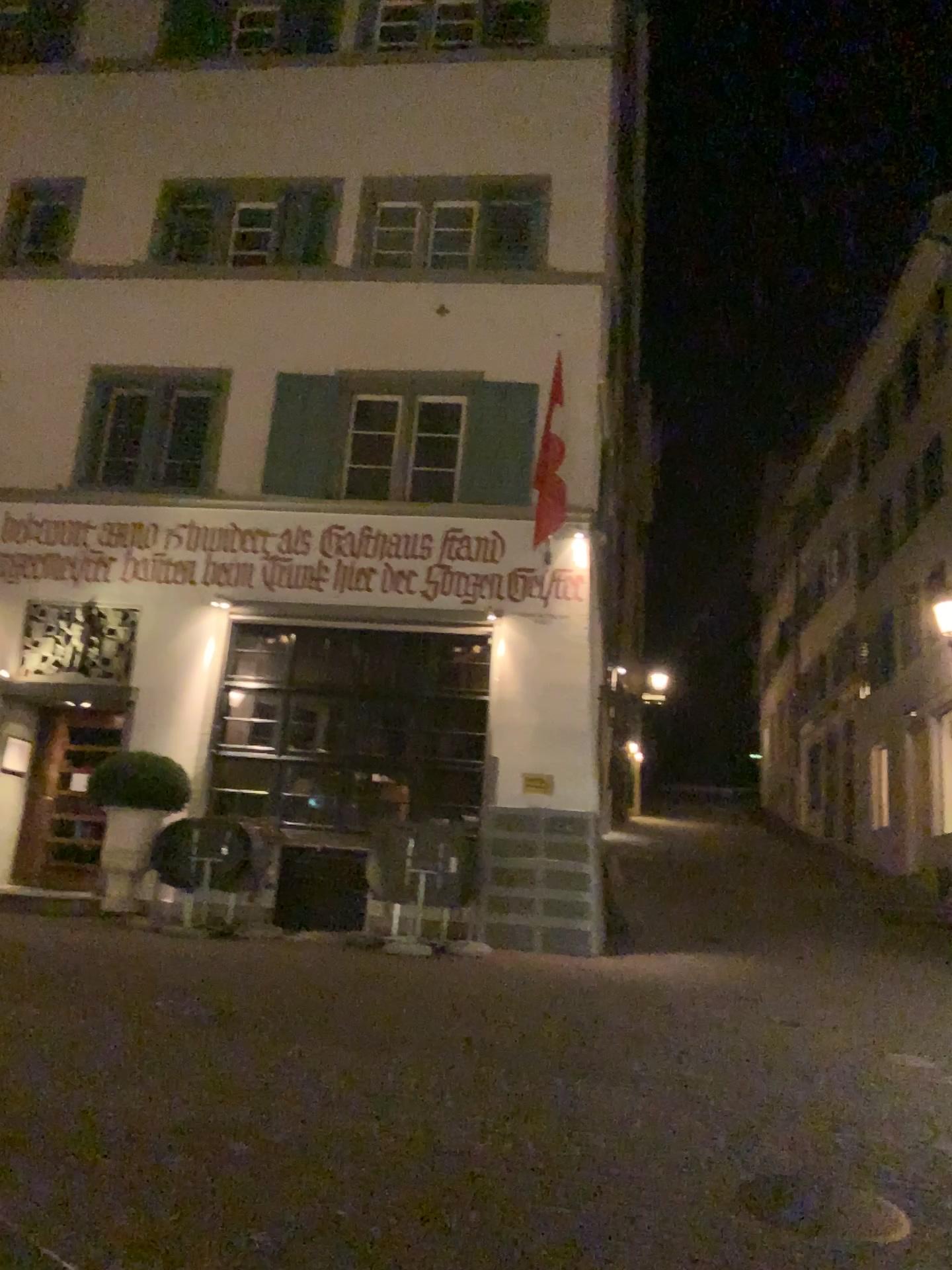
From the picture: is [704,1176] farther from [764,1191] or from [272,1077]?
[272,1077]
